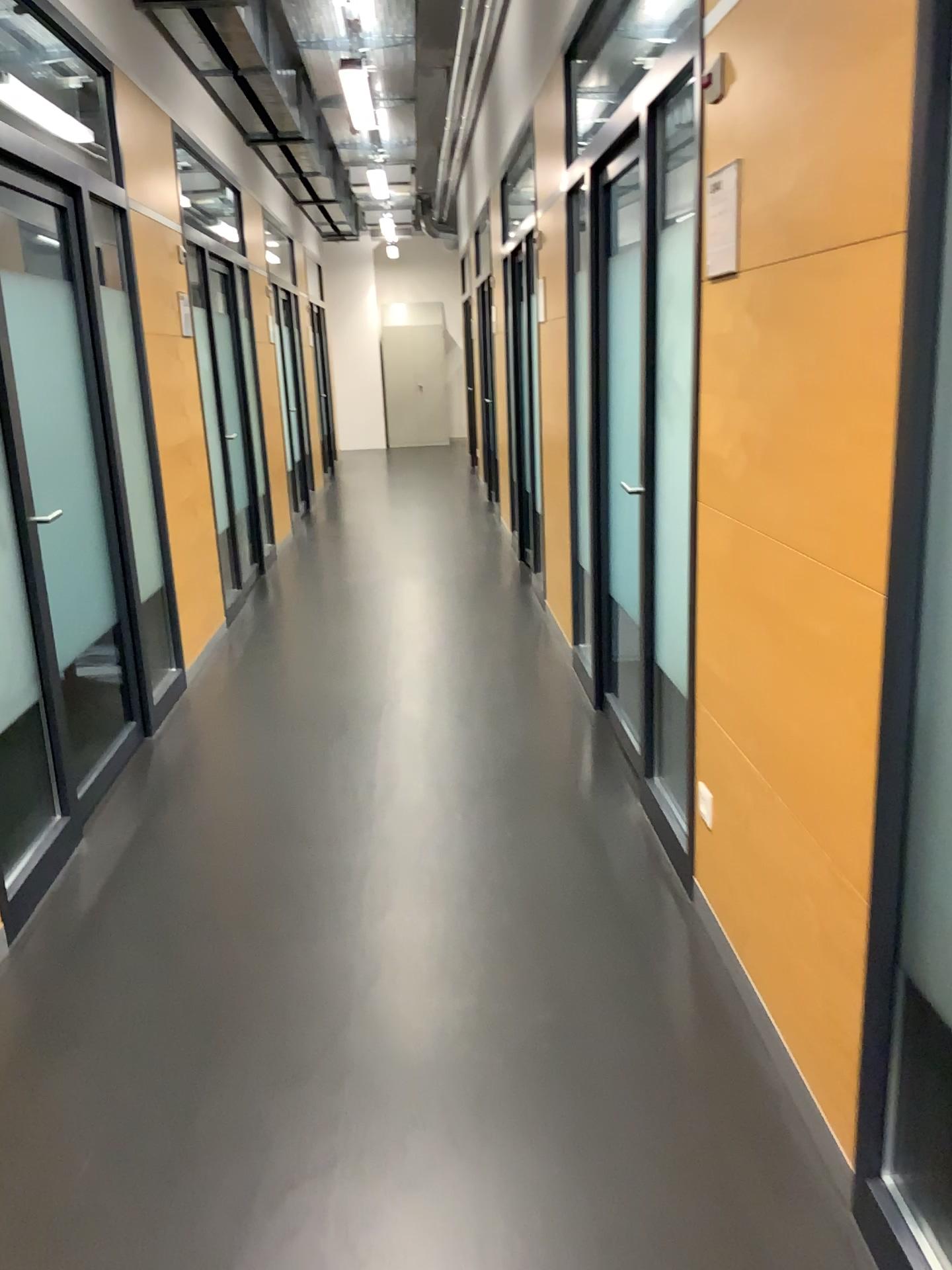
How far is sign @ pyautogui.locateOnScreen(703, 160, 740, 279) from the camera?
2.12m

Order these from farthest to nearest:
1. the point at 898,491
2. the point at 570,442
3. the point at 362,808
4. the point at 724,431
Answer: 1. the point at 570,442
2. the point at 362,808
3. the point at 724,431
4. the point at 898,491

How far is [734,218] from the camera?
2.1m
